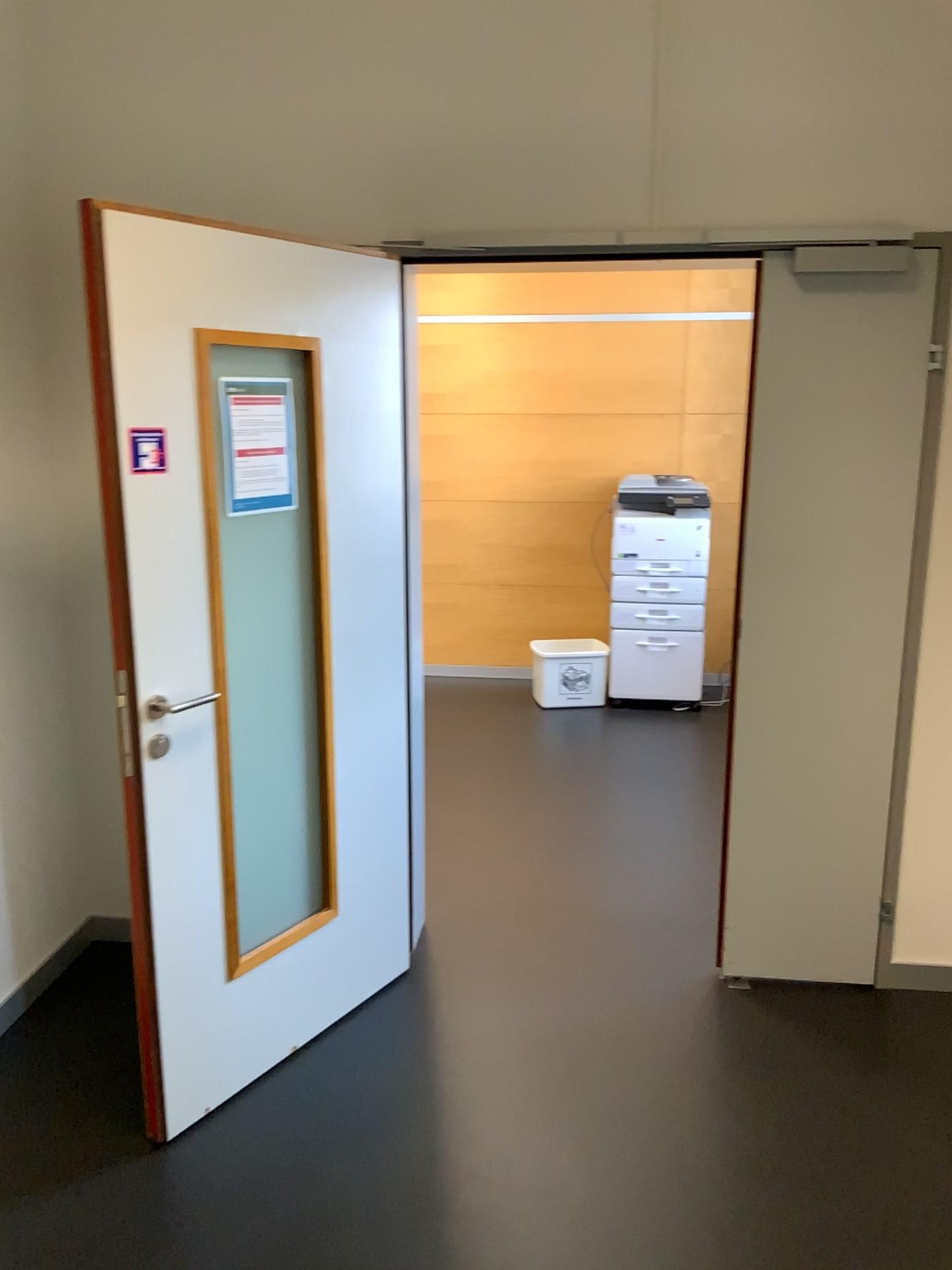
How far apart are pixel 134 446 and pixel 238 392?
0.3 meters

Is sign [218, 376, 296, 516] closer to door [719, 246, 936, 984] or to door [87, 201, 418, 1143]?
door [87, 201, 418, 1143]

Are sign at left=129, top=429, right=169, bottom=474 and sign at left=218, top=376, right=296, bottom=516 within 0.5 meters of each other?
yes

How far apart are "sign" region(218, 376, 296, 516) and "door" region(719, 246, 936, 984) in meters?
1.2 m

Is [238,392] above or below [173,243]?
below

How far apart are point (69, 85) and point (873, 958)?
3.24m

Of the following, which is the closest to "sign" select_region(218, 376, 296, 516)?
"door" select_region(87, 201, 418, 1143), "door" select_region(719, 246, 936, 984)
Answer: "door" select_region(87, 201, 418, 1143)

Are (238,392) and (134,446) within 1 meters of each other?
yes

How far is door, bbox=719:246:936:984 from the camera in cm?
268

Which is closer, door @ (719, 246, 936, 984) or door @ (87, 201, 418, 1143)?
door @ (87, 201, 418, 1143)
